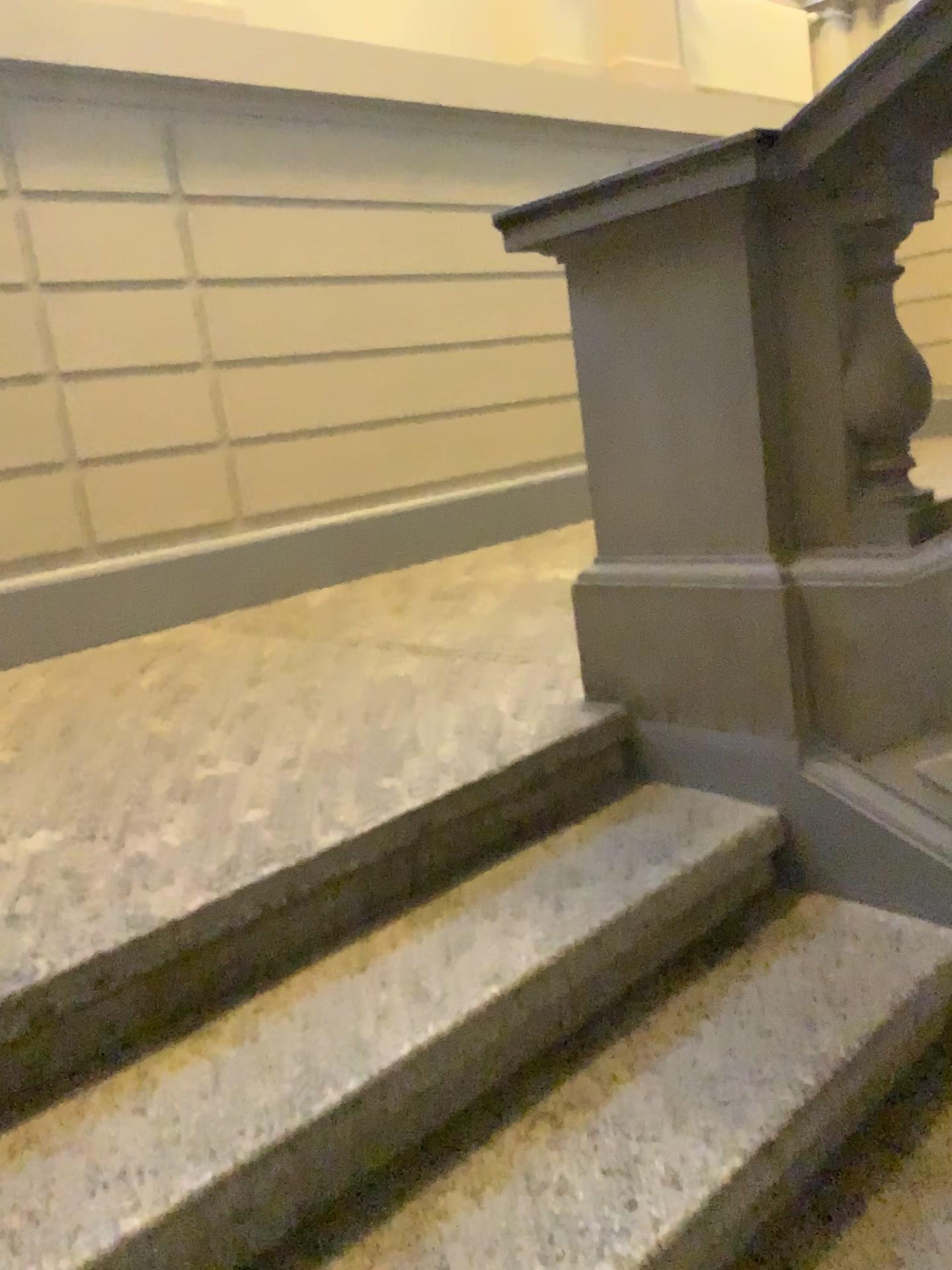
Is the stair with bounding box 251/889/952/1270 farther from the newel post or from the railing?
the newel post

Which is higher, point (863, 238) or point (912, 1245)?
point (863, 238)

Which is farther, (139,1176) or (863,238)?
(863,238)

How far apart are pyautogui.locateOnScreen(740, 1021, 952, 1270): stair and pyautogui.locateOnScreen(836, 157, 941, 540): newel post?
0.84m

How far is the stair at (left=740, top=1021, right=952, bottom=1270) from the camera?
1.33m

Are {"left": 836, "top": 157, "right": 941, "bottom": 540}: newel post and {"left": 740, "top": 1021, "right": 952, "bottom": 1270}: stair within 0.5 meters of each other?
no

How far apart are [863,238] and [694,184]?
0.3 meters

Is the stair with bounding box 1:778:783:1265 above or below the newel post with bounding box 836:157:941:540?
below

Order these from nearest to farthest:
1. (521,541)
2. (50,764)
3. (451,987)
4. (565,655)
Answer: (451,987), (50,764), (565,655), (521,541)

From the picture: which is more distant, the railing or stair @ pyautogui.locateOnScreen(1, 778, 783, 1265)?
the railing
